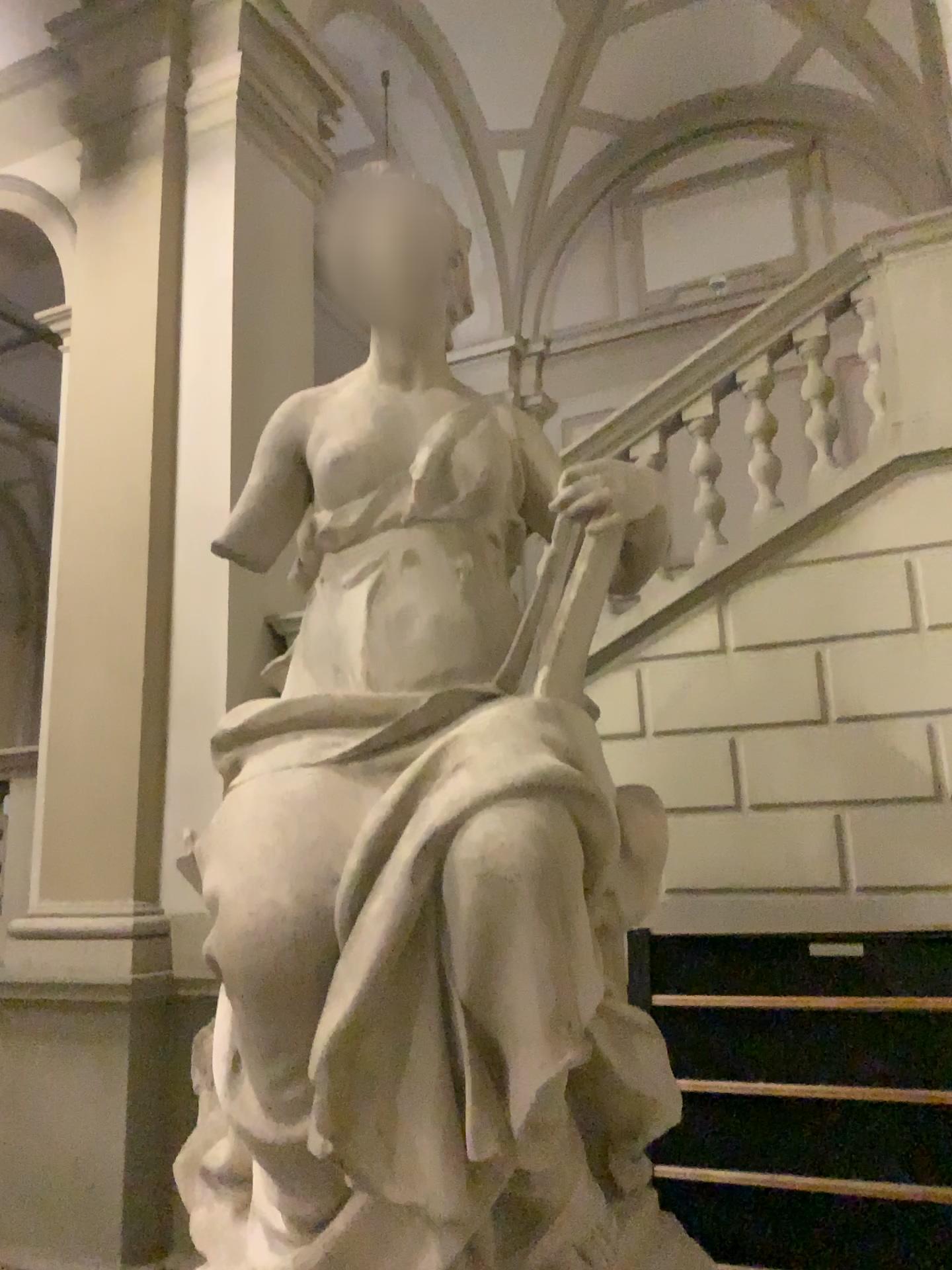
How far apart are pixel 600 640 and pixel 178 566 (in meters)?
1.96
